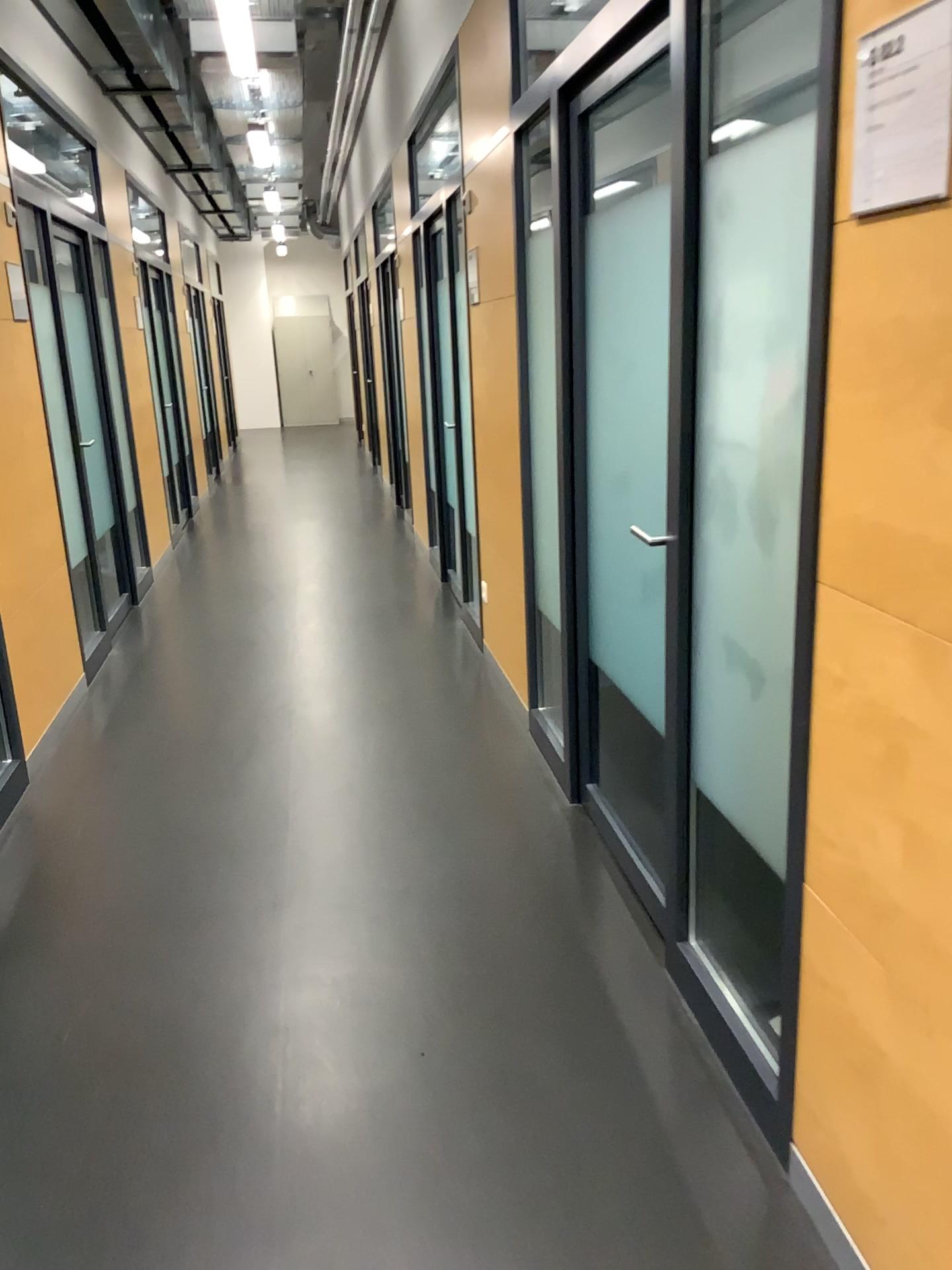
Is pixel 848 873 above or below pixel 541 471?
below

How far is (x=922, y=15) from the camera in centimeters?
118cm

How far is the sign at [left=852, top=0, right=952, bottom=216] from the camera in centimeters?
118cm

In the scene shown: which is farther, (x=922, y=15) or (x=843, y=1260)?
(x=843, y=1260)

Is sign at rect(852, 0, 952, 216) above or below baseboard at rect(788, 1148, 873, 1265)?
above

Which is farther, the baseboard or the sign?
the baseboard

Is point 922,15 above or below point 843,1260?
above
